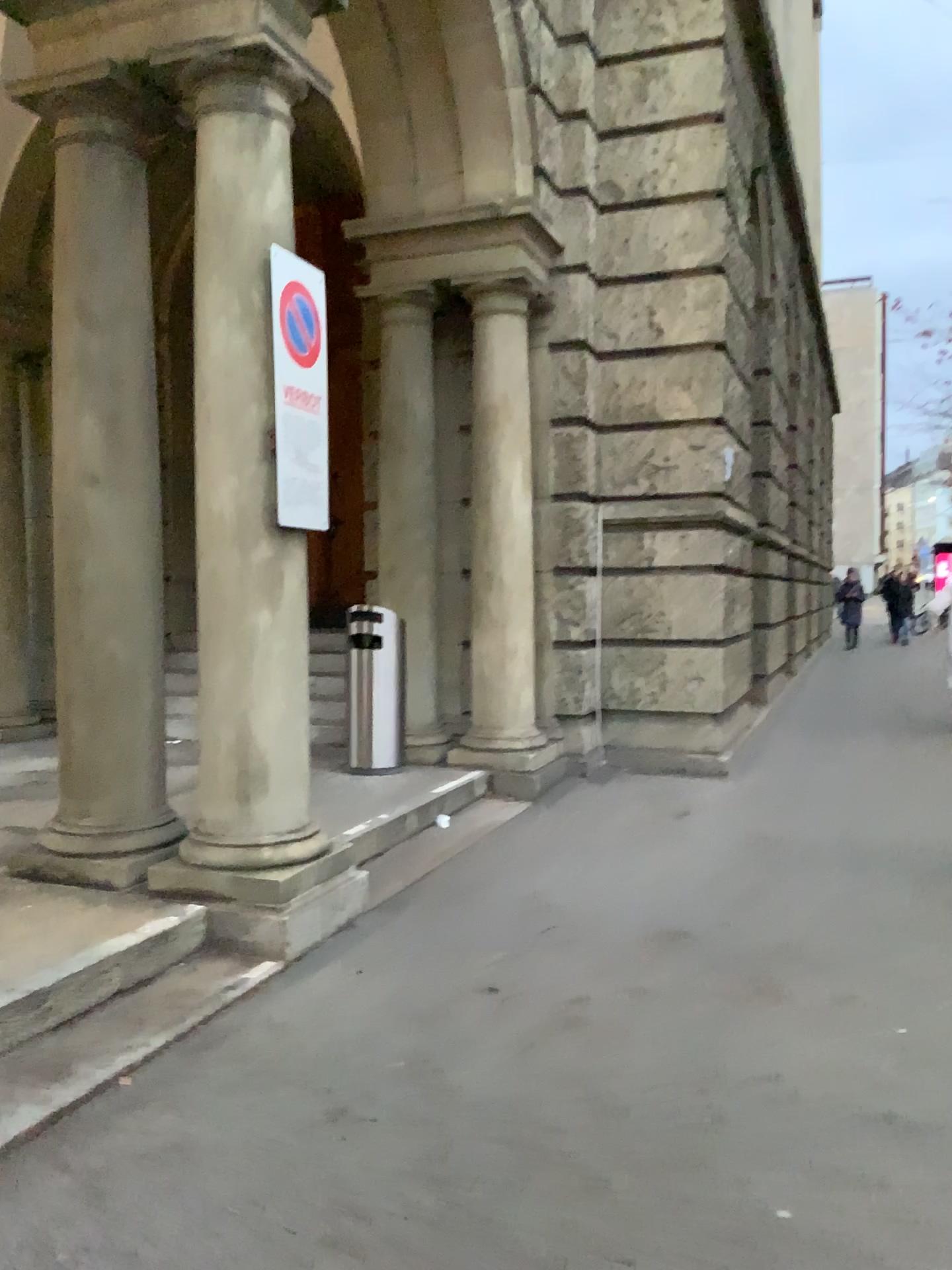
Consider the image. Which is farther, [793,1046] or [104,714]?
[104,714]

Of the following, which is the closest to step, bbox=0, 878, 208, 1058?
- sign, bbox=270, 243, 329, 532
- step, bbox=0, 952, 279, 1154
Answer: step, bbox=0, 952, 279, 1154

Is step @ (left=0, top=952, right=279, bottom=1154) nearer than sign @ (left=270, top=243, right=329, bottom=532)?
Yes

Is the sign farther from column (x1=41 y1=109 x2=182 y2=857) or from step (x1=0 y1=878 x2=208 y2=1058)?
step (x1=0 y1=878 x2=208 y2=1058)

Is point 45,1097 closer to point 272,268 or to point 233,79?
point 272,268

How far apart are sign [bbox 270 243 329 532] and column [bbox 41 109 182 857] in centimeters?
66cm

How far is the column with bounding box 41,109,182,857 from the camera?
4.1 meters

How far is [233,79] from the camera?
3.9 meters

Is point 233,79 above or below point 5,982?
above

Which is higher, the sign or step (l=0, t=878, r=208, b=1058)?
the sign
